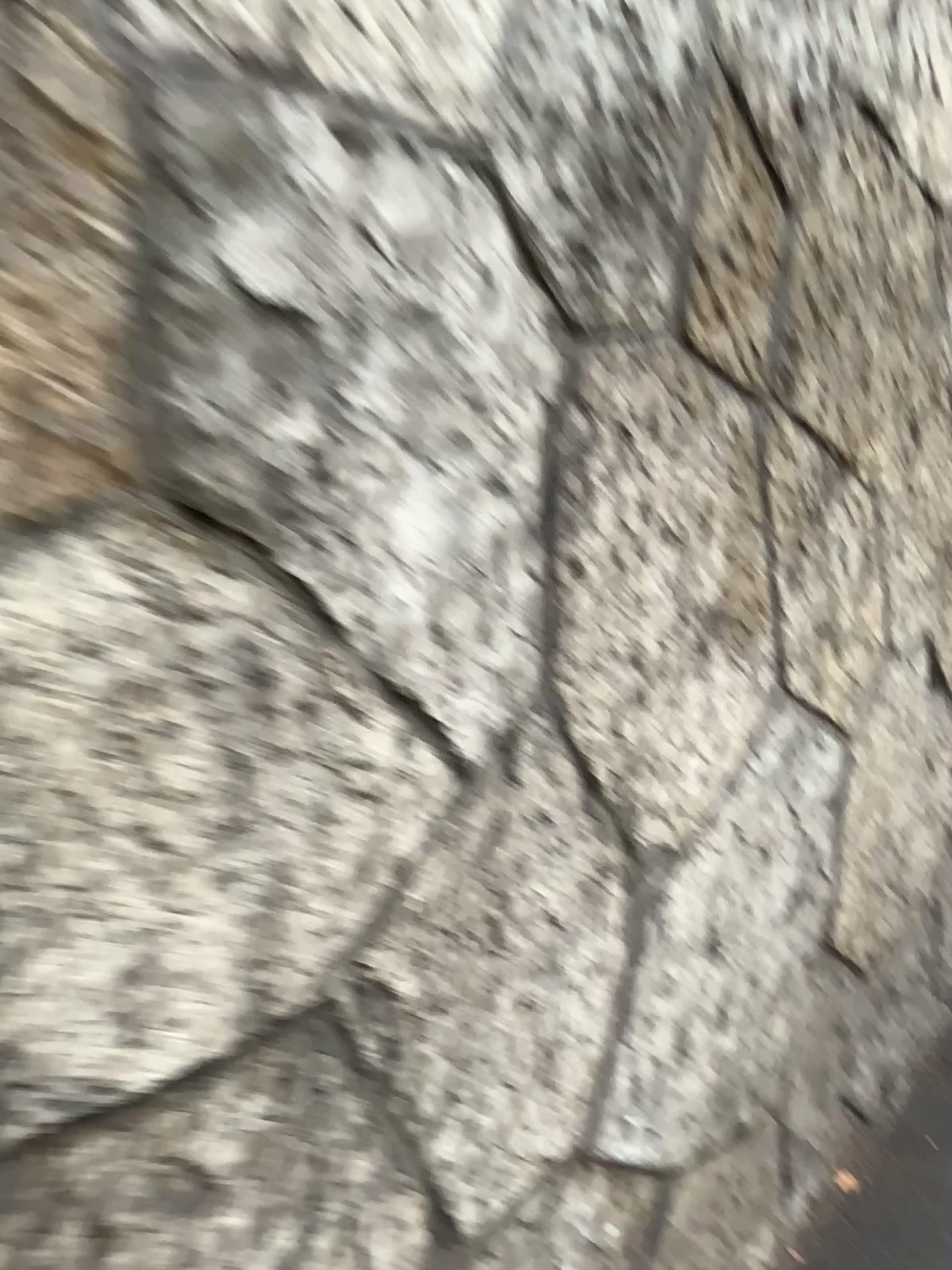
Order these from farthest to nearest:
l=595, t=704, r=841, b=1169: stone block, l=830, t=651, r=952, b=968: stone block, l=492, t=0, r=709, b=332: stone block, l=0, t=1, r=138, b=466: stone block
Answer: l=830, t=651, r=952, b=968: stone block < l=595, t=704, r=841, b=1169: stone block < l=492, t=0, r=709, b=332: stone block < l=0, t=1, r=138, b=466: stone block

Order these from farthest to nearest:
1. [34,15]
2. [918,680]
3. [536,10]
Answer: [918,680]
[536,10]
[34,15]

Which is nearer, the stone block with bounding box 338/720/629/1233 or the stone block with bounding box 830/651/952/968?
the stone block with bounding box 338/720/629/1233

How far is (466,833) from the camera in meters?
0.9

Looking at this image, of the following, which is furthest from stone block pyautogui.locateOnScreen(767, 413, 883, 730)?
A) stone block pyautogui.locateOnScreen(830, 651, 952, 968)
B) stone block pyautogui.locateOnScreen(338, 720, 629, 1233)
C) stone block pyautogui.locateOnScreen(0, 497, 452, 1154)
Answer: stone block pyautogui.locateOnScreen(0, 497, 452, 1154)

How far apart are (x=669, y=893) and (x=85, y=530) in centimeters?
86cm

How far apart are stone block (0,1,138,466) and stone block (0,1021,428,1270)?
0.4 meters

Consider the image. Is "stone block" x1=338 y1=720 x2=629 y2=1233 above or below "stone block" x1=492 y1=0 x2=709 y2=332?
below

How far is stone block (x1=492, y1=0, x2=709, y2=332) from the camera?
0.9 meters

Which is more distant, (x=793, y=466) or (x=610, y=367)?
(x=793, y=466)
